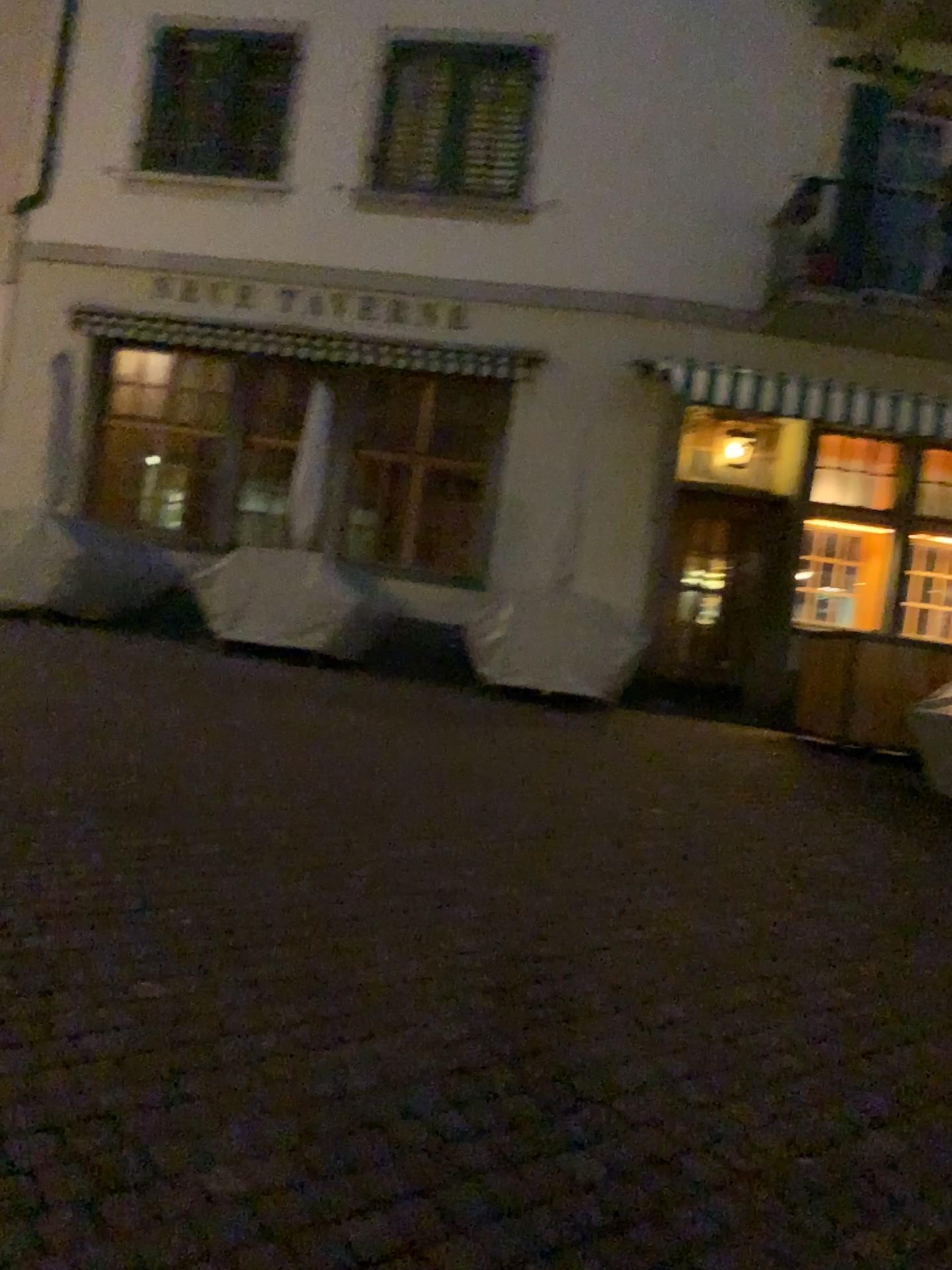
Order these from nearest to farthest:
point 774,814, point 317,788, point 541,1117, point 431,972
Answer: point 541,1117 → point 431,972 → point 317,788 → point 774,814
